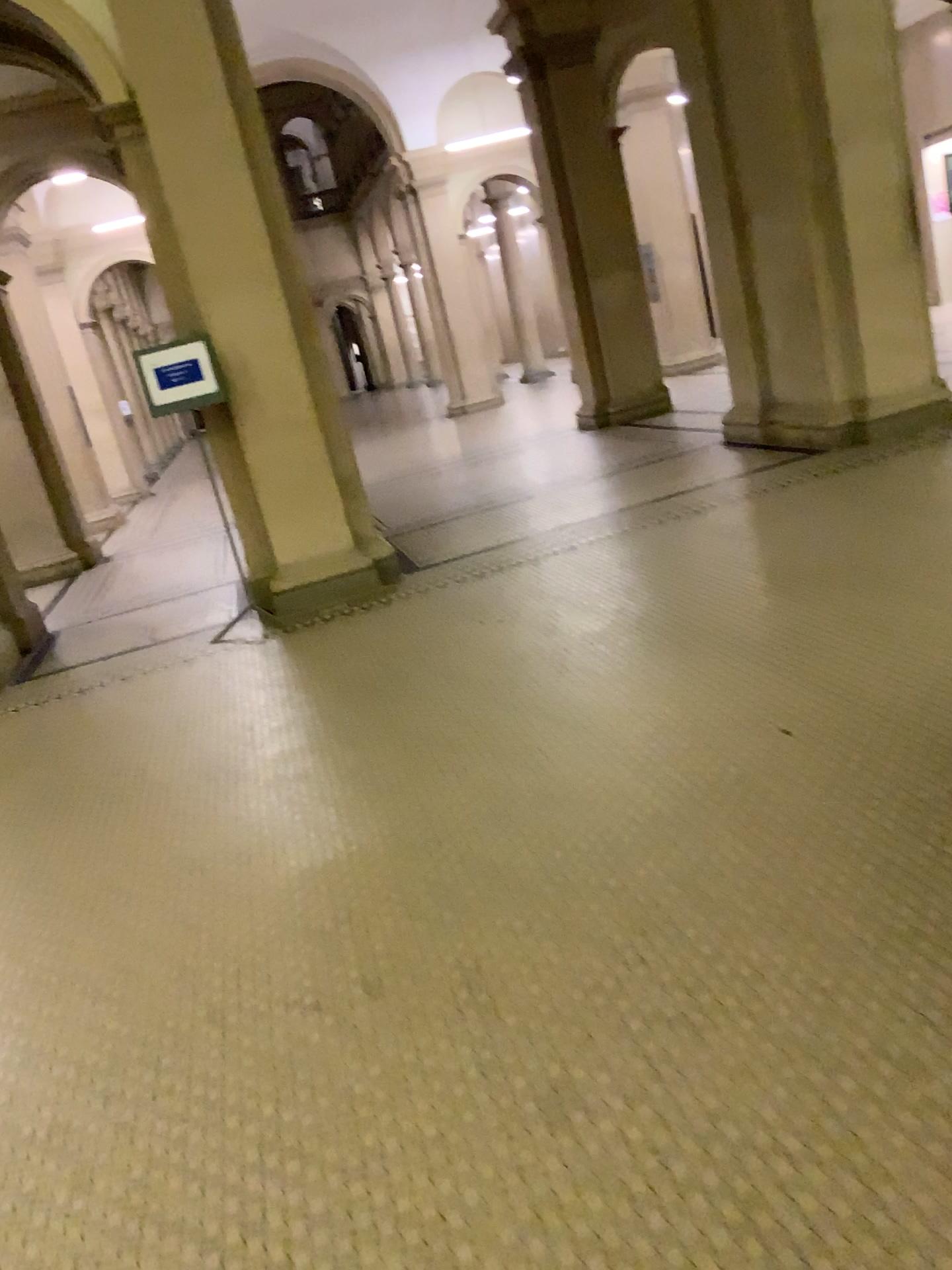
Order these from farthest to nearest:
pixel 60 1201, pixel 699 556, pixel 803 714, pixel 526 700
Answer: pixel 699 556 → pixel 526 700 → pixel 803 714 → pixel 60 1201
